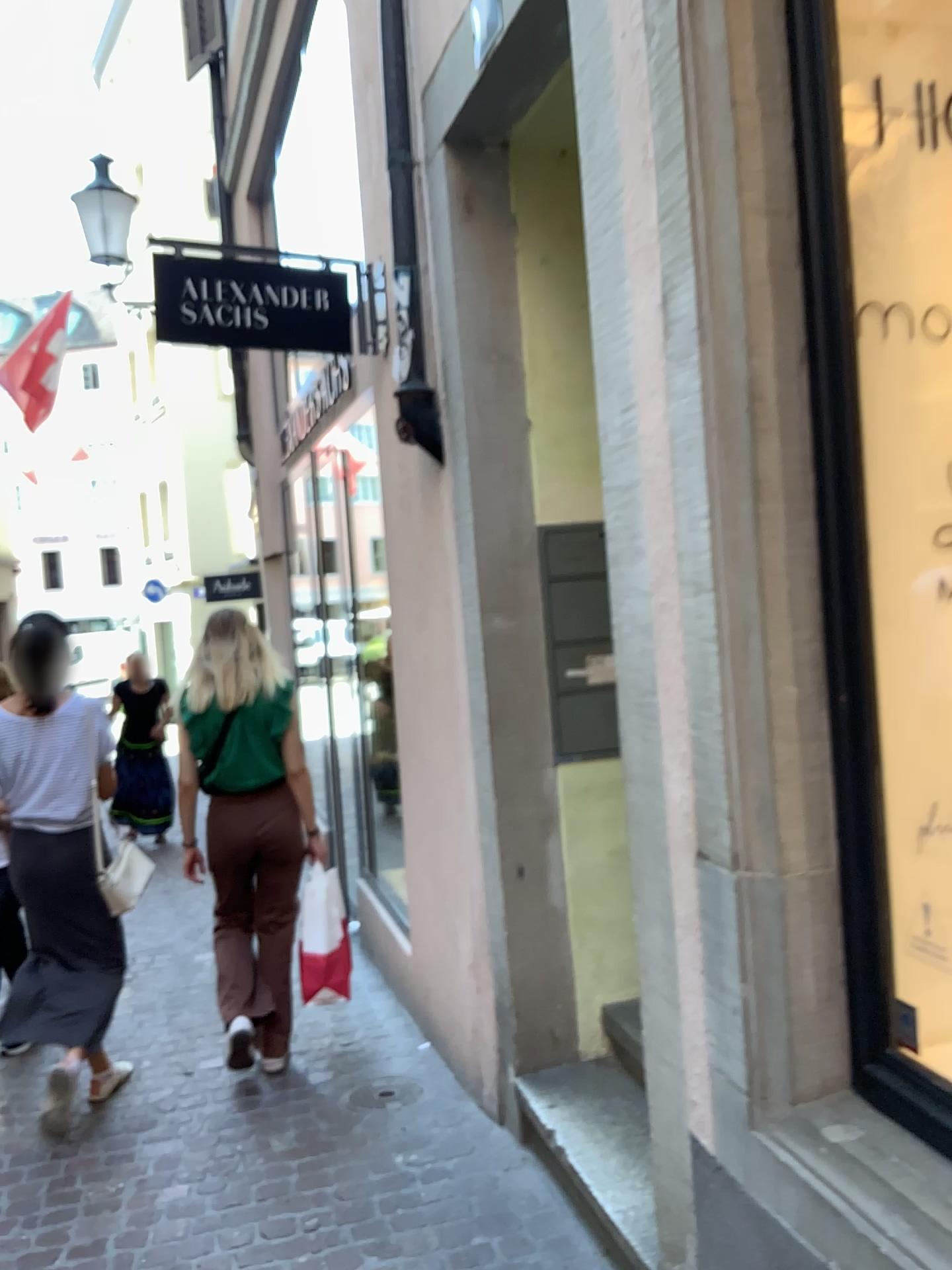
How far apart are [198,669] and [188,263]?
1.4m

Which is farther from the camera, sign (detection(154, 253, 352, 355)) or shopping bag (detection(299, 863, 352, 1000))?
shopping bag (detection(299, 863, 352, 1000))

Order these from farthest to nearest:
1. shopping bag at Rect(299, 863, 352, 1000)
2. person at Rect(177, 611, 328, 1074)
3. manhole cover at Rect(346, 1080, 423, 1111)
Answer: shopping bag at Rect(299, 863, 352, 1000) < person at Rect(177, 611, 328, 1074) < manhole cover at Rect(346, 1080, 423, 1111)

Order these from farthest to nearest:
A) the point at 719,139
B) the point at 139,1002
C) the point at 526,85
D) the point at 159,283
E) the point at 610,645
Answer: the point at 139,1002 < the point at 159,283 < the point at 610,645 < the point at 526,85 < the point at 719,139

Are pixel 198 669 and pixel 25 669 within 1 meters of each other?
A: yes

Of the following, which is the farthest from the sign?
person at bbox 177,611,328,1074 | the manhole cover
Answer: the manhole cover

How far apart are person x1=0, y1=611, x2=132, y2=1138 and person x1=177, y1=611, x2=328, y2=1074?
0.31m

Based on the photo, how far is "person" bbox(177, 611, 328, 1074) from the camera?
3.70m

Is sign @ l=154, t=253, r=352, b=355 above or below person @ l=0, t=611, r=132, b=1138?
above

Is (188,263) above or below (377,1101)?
above
